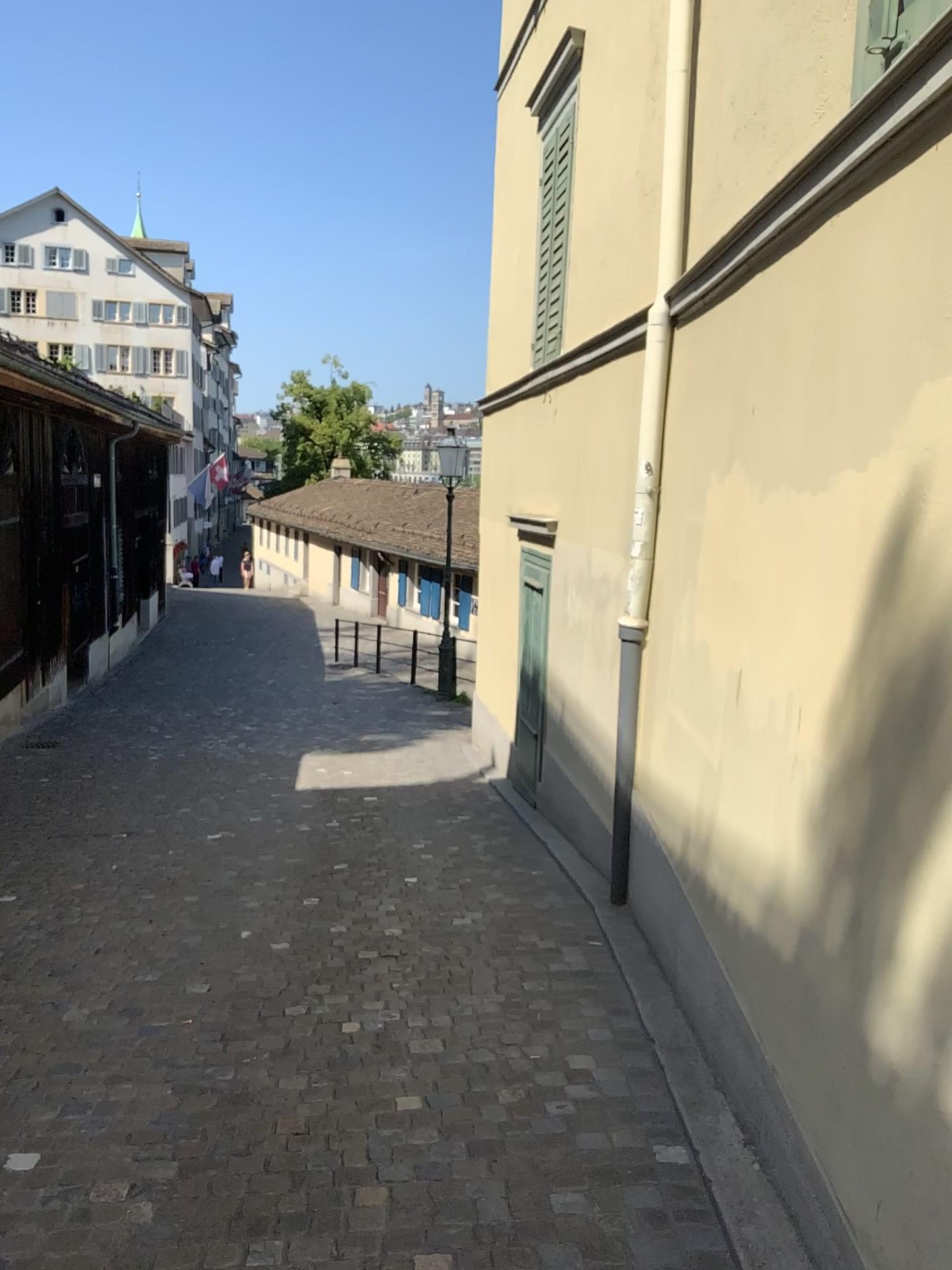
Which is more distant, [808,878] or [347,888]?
[347,888]
